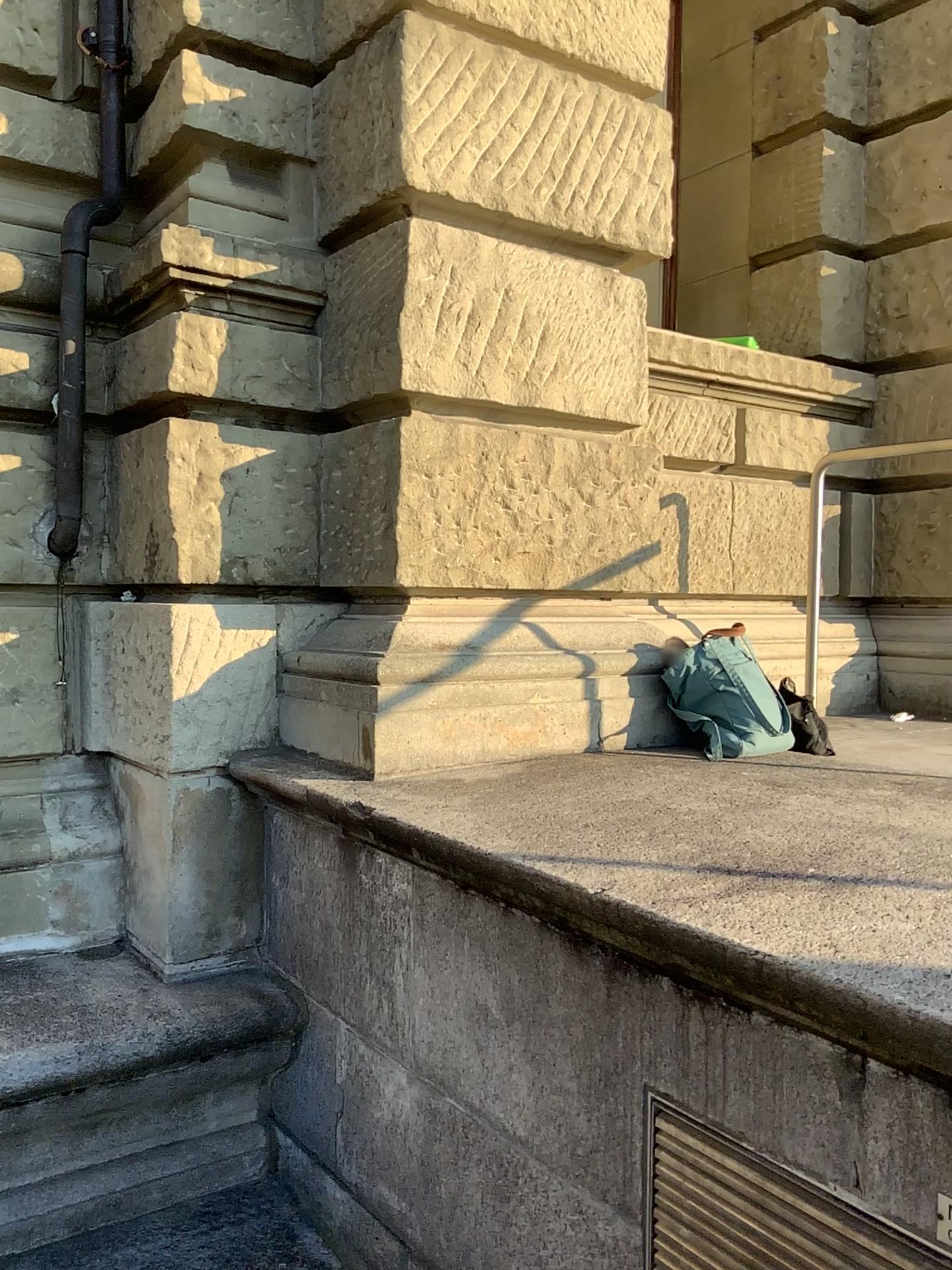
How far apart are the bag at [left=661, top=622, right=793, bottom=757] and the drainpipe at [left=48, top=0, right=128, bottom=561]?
1.8 meters

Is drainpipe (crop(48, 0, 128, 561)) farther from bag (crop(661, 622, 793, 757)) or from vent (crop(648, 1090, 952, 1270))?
vent (crop(648, 1090, 952, 1270))

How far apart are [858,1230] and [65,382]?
2.86m

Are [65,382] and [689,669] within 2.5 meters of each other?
yes

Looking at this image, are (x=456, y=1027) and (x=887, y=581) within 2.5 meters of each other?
no

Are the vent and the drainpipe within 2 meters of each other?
no

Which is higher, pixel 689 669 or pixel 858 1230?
pixel 689 669

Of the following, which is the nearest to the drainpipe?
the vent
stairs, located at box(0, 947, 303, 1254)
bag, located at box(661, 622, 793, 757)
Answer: stairs, located at box(0, 947, 303, 1254)

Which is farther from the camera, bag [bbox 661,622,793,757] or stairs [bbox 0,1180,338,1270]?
bag [bbox 661,622,793,757]

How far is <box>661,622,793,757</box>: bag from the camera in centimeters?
297cm
